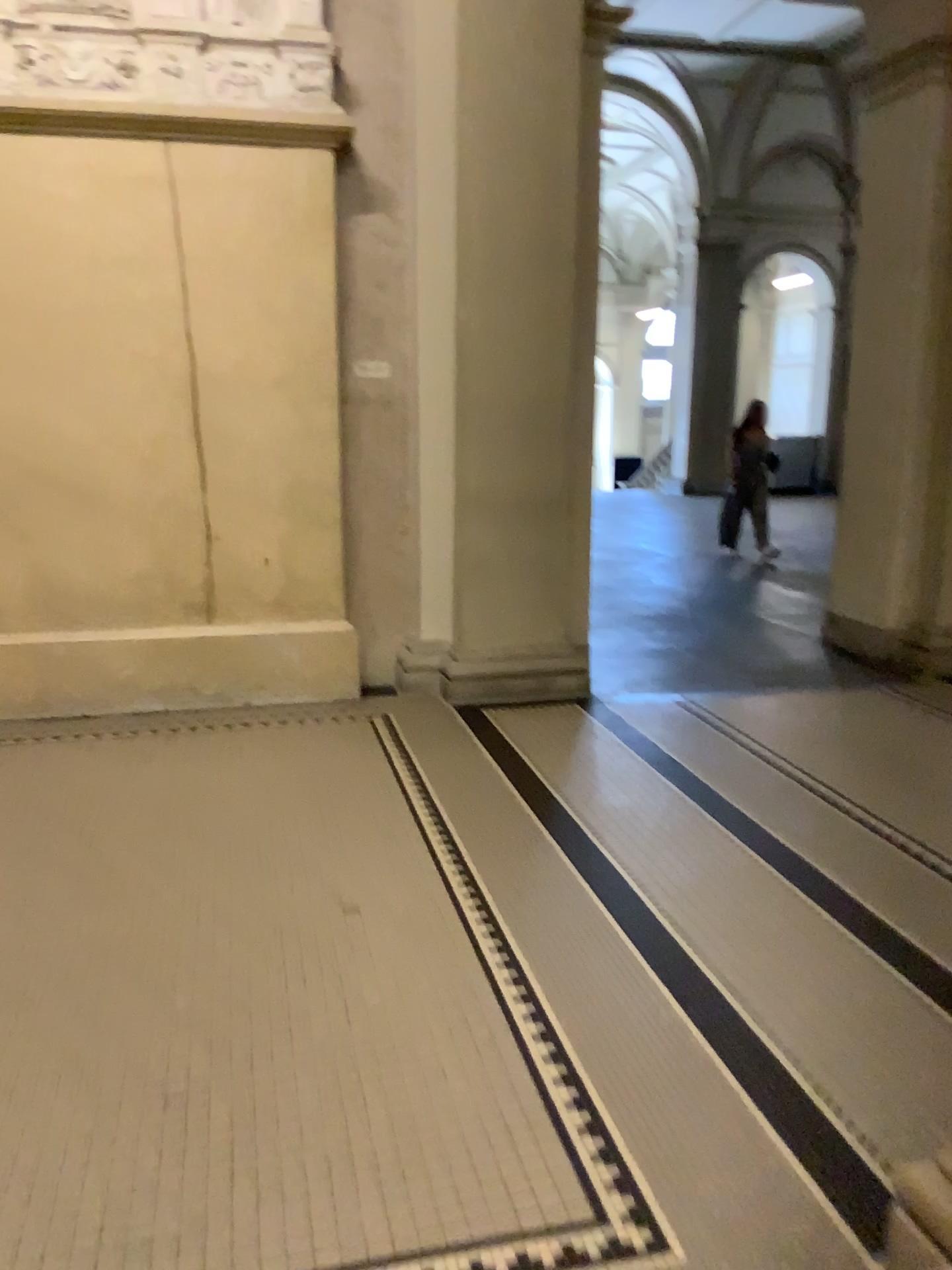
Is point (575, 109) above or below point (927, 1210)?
above

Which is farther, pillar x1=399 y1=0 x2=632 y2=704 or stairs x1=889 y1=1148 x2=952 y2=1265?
pillar x1=399 y1=0 x2=632 y2=704

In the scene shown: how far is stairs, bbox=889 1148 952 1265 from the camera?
1.6m

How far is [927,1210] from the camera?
1.6 meters

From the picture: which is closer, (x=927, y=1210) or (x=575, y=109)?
(x=927, y=1210)

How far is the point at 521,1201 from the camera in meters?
1.9 m

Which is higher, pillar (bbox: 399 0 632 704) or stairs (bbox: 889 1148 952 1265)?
pillar (bbox: 399 0 632 704)
